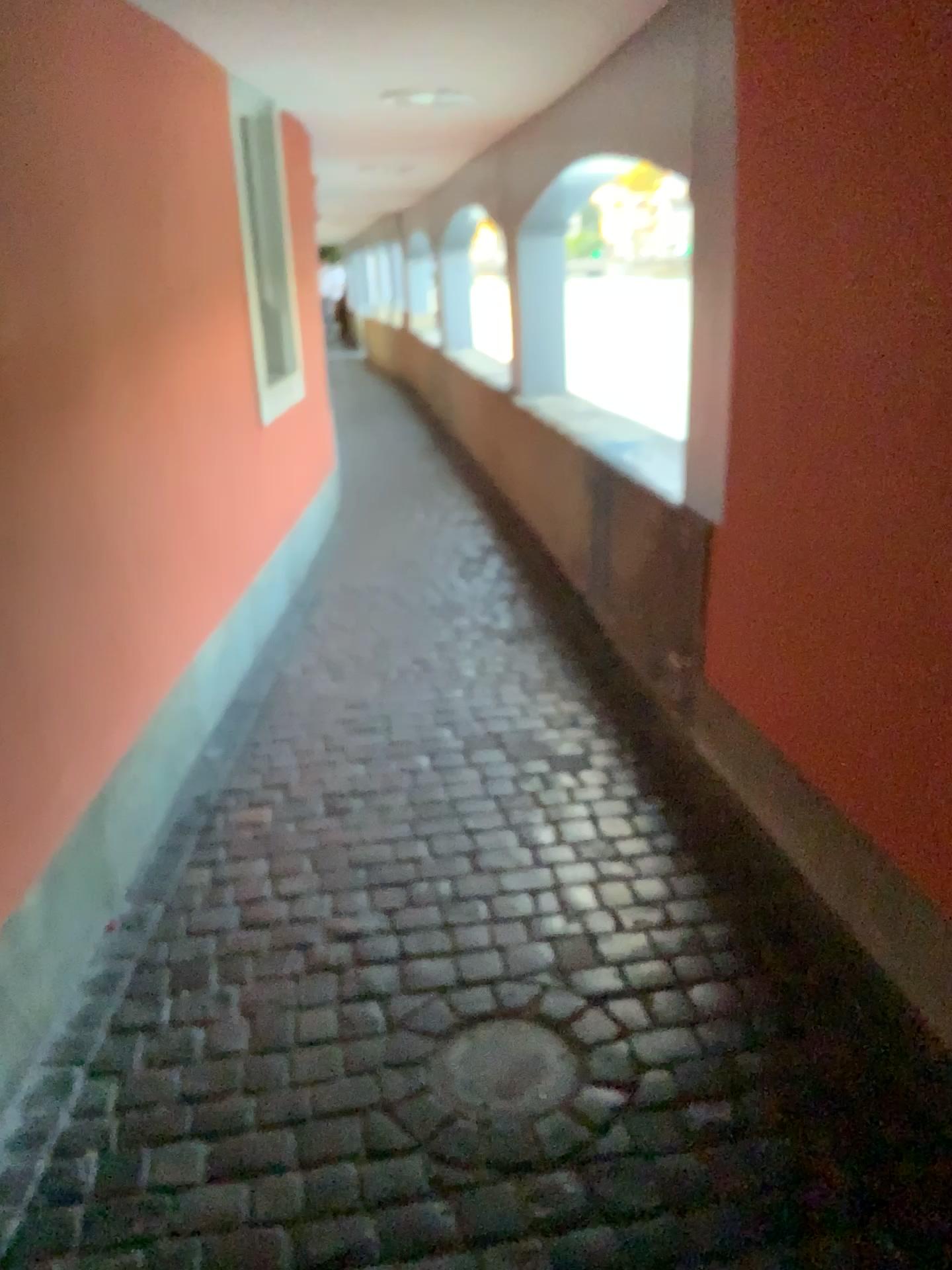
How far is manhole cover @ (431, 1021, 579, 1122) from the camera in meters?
1.8 m

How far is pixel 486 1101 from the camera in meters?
1.8

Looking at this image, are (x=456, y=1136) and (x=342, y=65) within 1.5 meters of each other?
no
